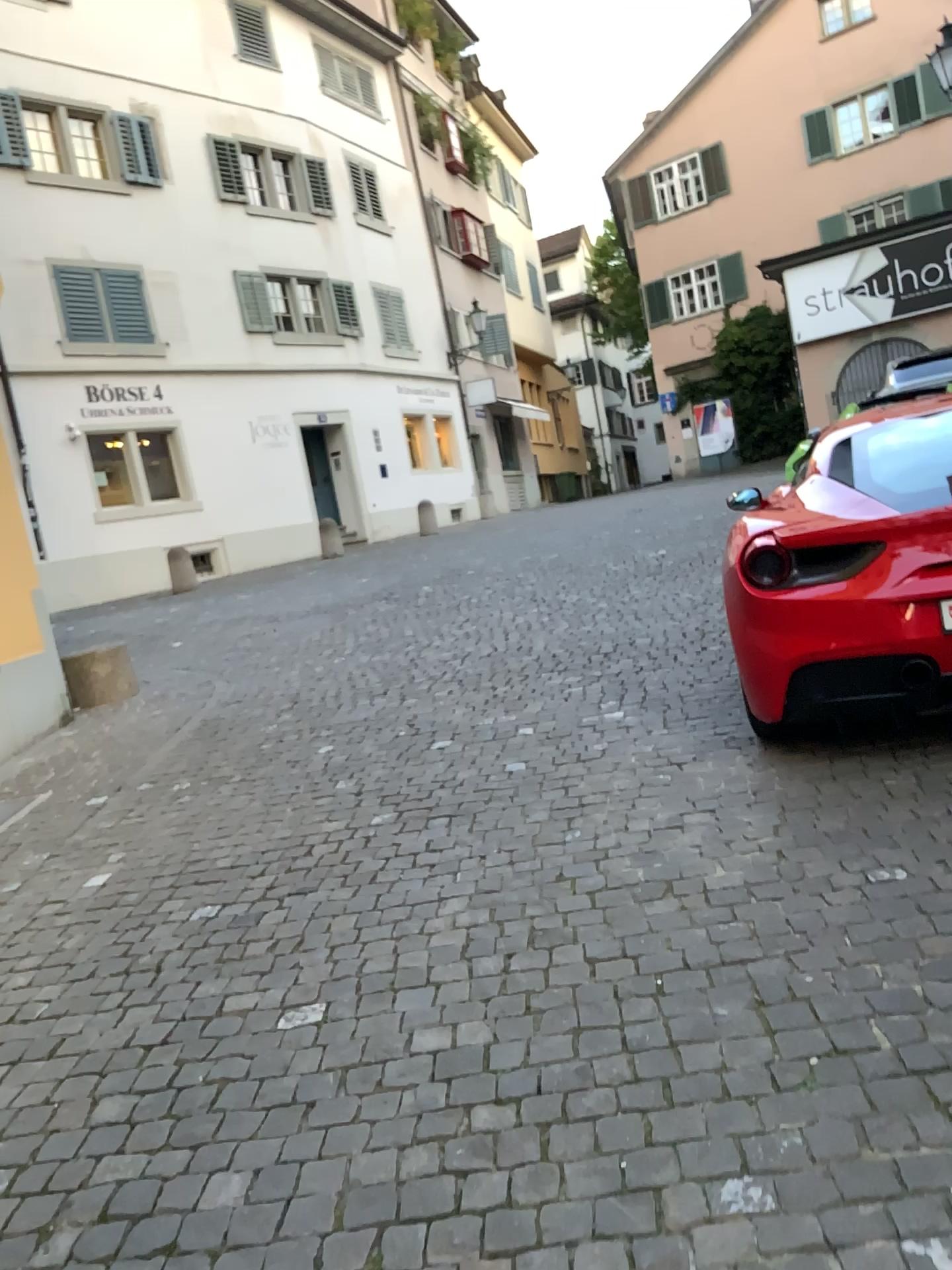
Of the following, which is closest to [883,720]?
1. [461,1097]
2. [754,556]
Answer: [754,556]
